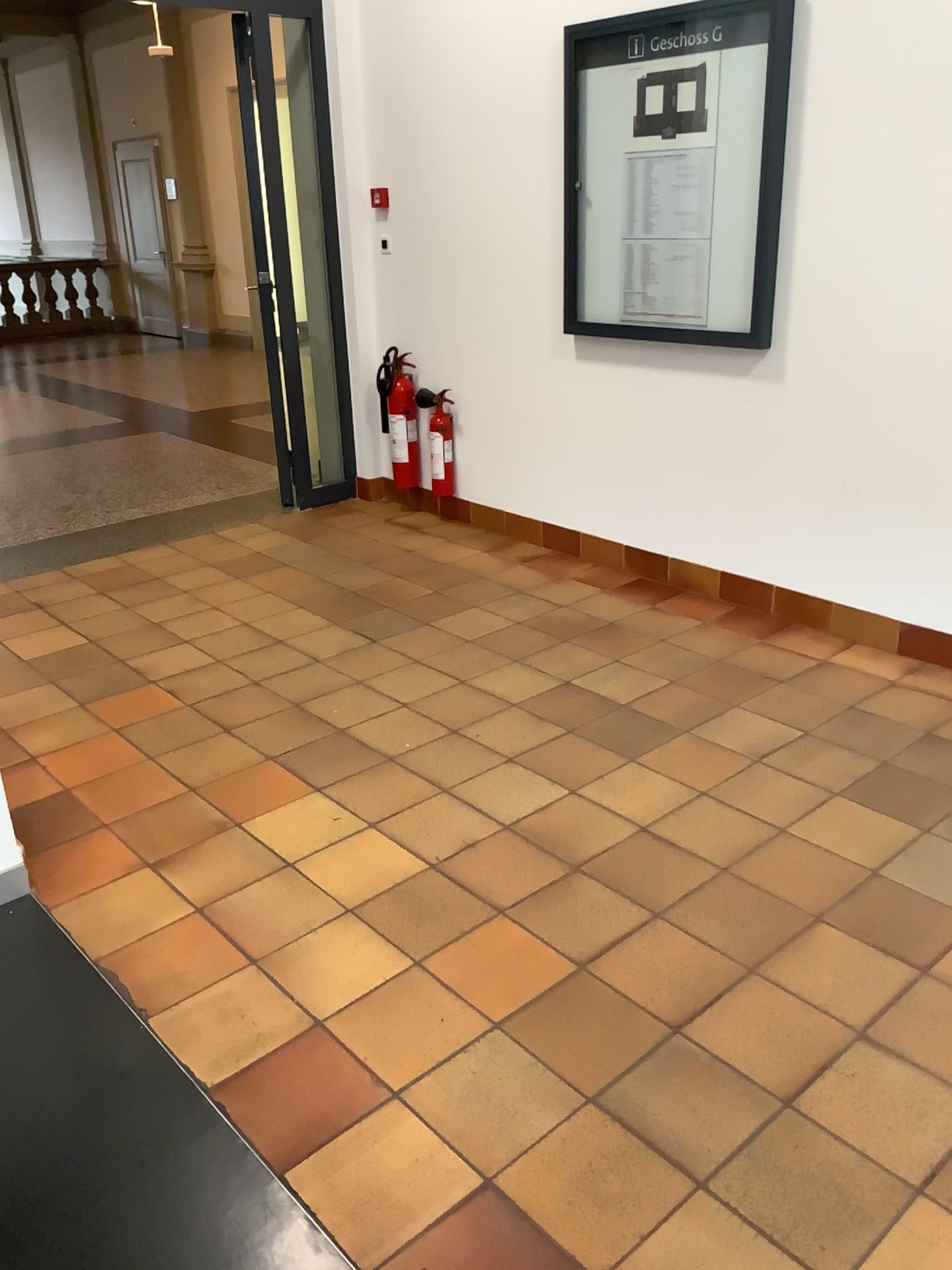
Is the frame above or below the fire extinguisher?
above

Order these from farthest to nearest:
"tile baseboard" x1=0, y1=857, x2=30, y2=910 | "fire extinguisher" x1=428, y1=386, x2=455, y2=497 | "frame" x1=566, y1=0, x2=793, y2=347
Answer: "fire extinguisher" x1=428, y1=386, x2=455, y2=497
"frame" x1=566, y1=0, x2=793, y2=347
"tile baseboard" x1=0, y1=857, x2=30, y2=910

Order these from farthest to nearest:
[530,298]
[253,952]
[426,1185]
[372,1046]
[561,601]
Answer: [530,298], [561,601], [253,952], [372,1046], [426,1185]

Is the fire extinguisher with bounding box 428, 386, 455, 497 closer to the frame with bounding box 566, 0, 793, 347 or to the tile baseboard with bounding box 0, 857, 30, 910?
→ the frame with bounding box 566, 0, 793, 347

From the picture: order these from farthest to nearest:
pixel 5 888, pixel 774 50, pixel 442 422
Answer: pixel 442 422
pixel 774 50
pixel 5 888

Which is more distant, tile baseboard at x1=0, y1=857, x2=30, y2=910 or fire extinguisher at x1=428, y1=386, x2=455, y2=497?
fire extinguisher at x1=428, y1=386, x2=455, y2=497

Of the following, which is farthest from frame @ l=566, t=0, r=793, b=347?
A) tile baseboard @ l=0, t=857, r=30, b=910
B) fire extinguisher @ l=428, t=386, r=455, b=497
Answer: tile baseboard @ l=0, t=857, r=30, b=910

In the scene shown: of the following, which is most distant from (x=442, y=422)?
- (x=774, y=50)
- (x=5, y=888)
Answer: (x=5, y=888)

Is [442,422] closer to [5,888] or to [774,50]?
[774,50]
